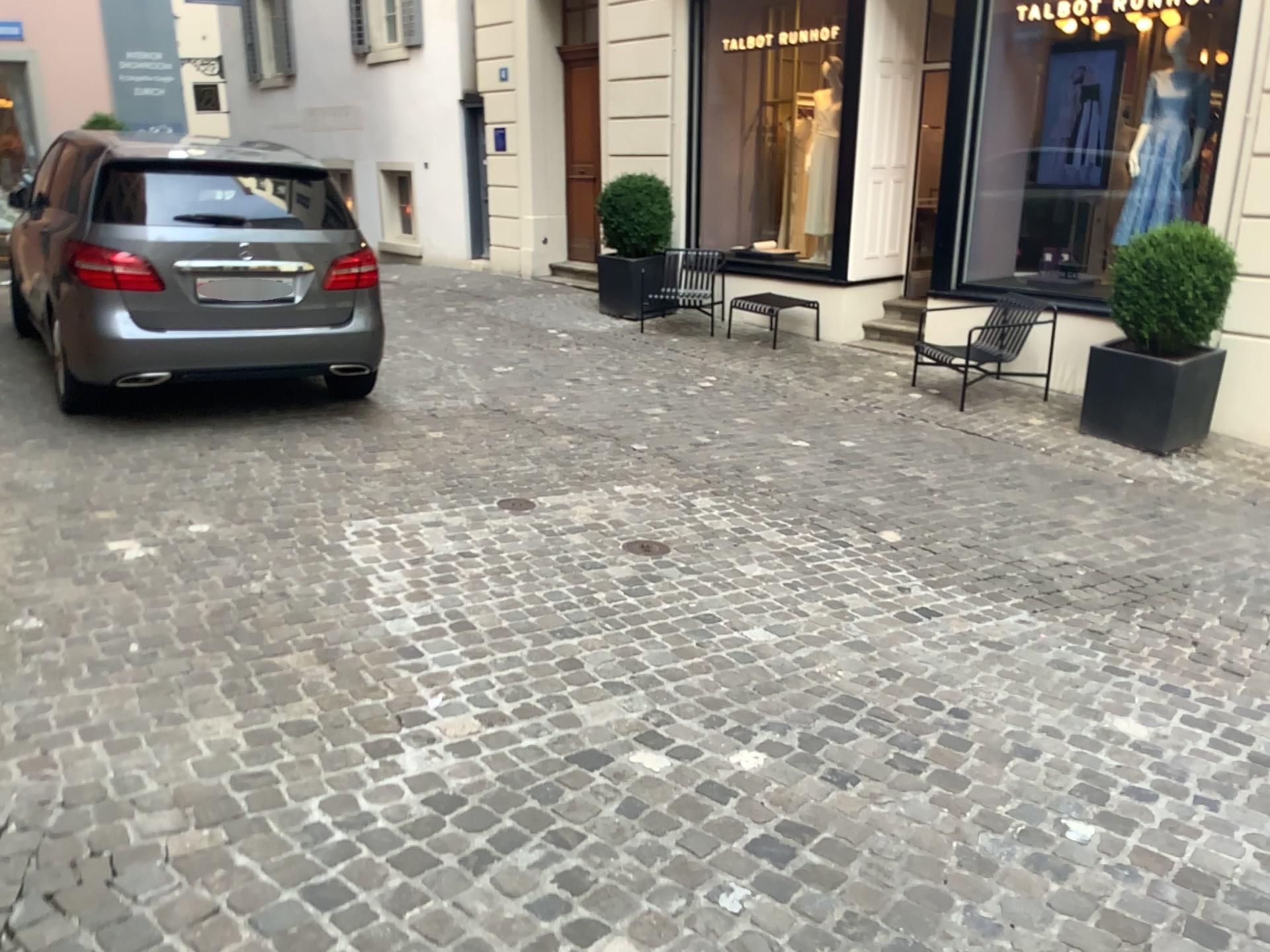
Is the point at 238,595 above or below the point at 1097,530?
above
